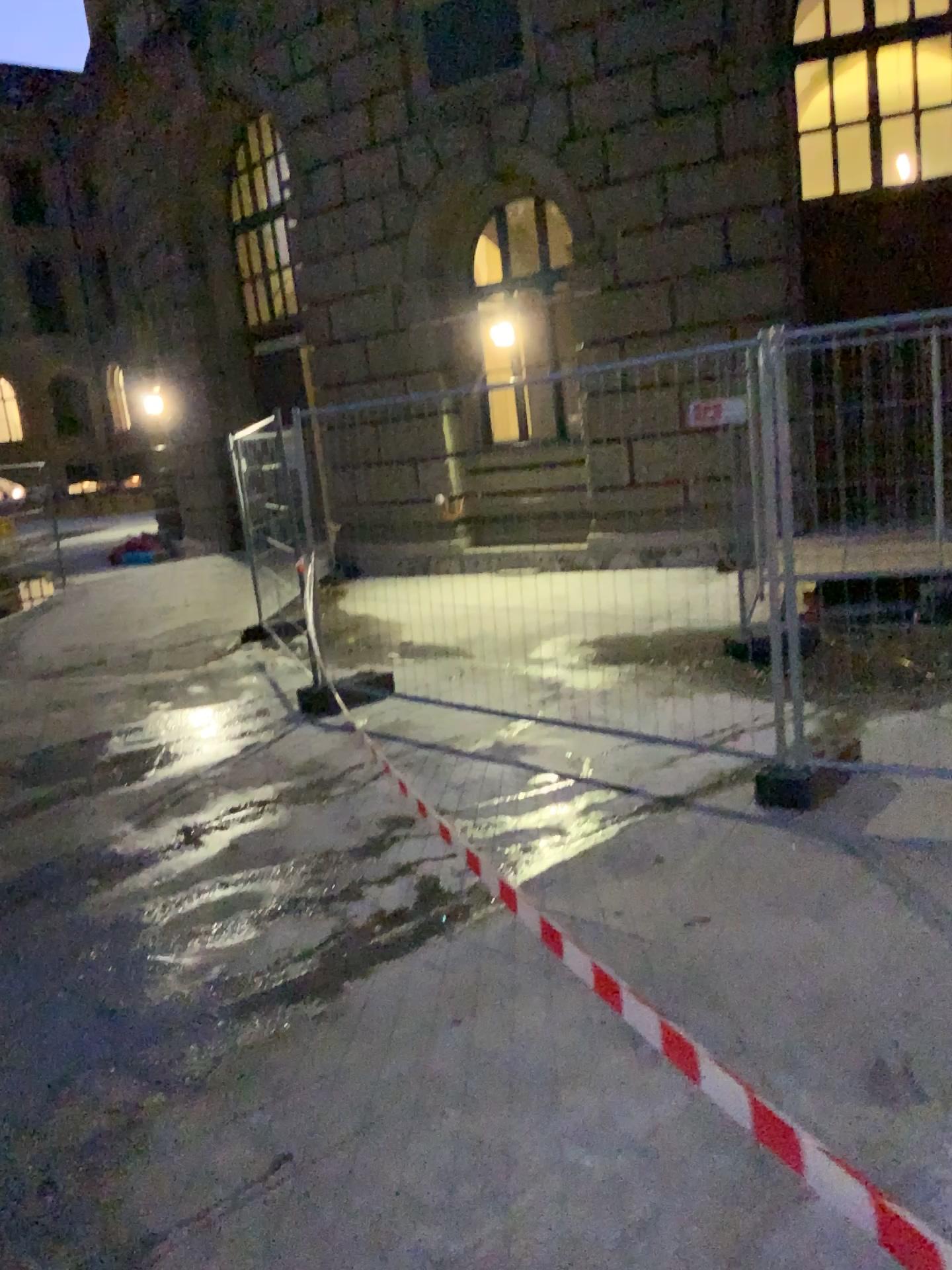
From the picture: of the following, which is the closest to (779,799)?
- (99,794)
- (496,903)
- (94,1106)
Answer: (496,903)
